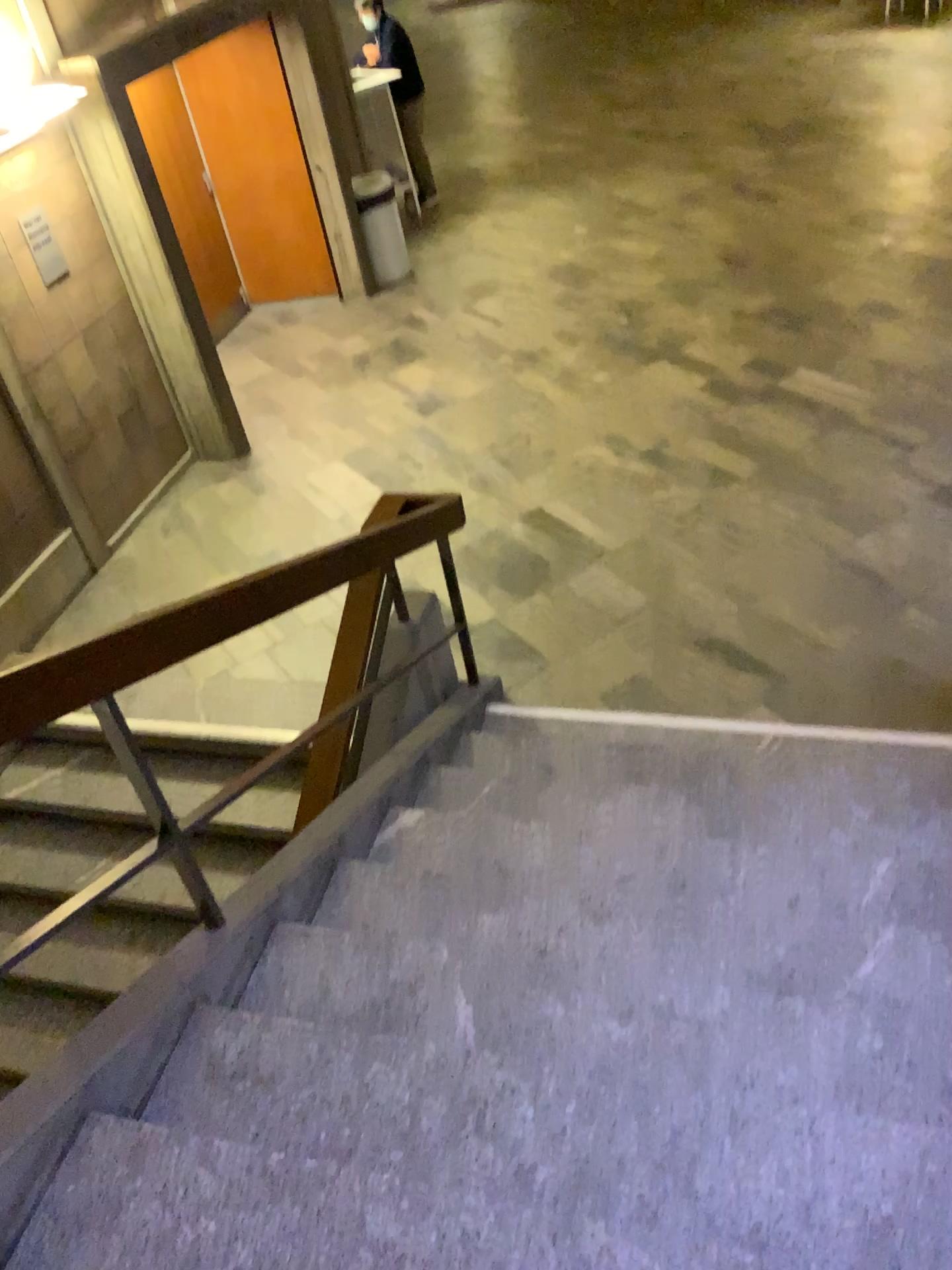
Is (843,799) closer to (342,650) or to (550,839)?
(550,839)
